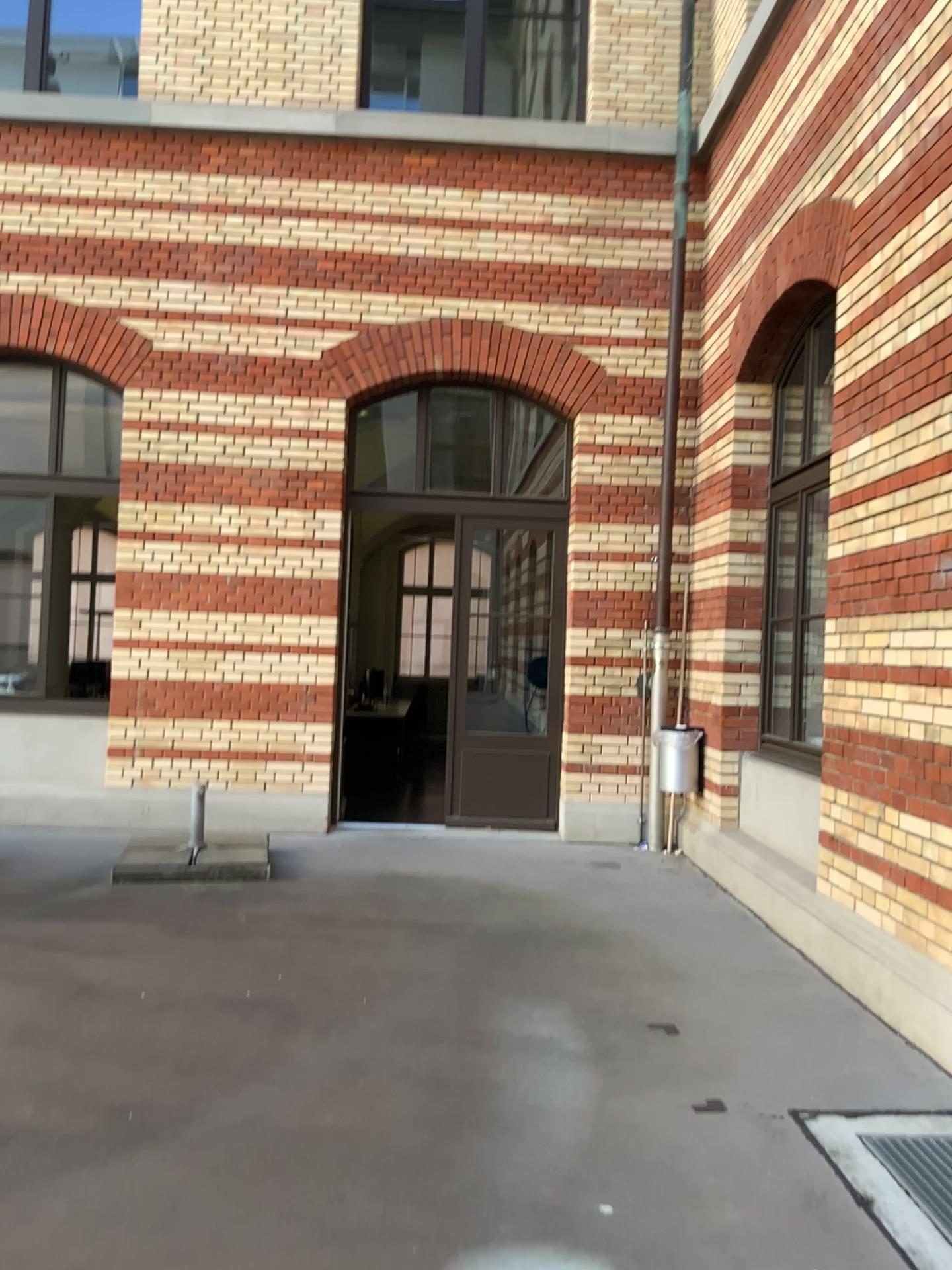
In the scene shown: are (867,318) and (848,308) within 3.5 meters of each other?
yes
